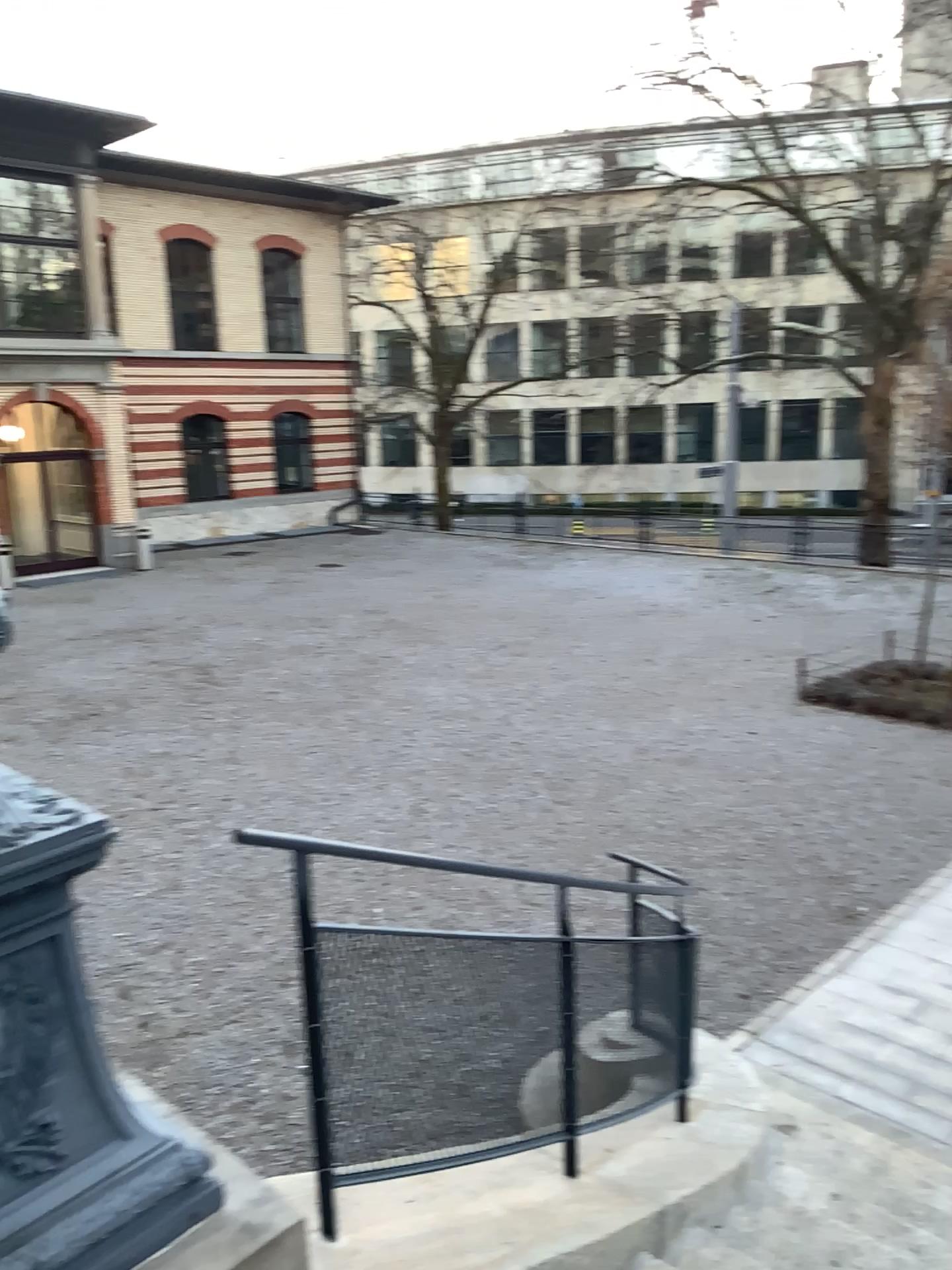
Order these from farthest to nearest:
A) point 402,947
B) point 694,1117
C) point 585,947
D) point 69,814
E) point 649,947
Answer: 1. point 694,1117
2. point 649,947
3. point 585,947
4. point 402,947
5. point 69,814
